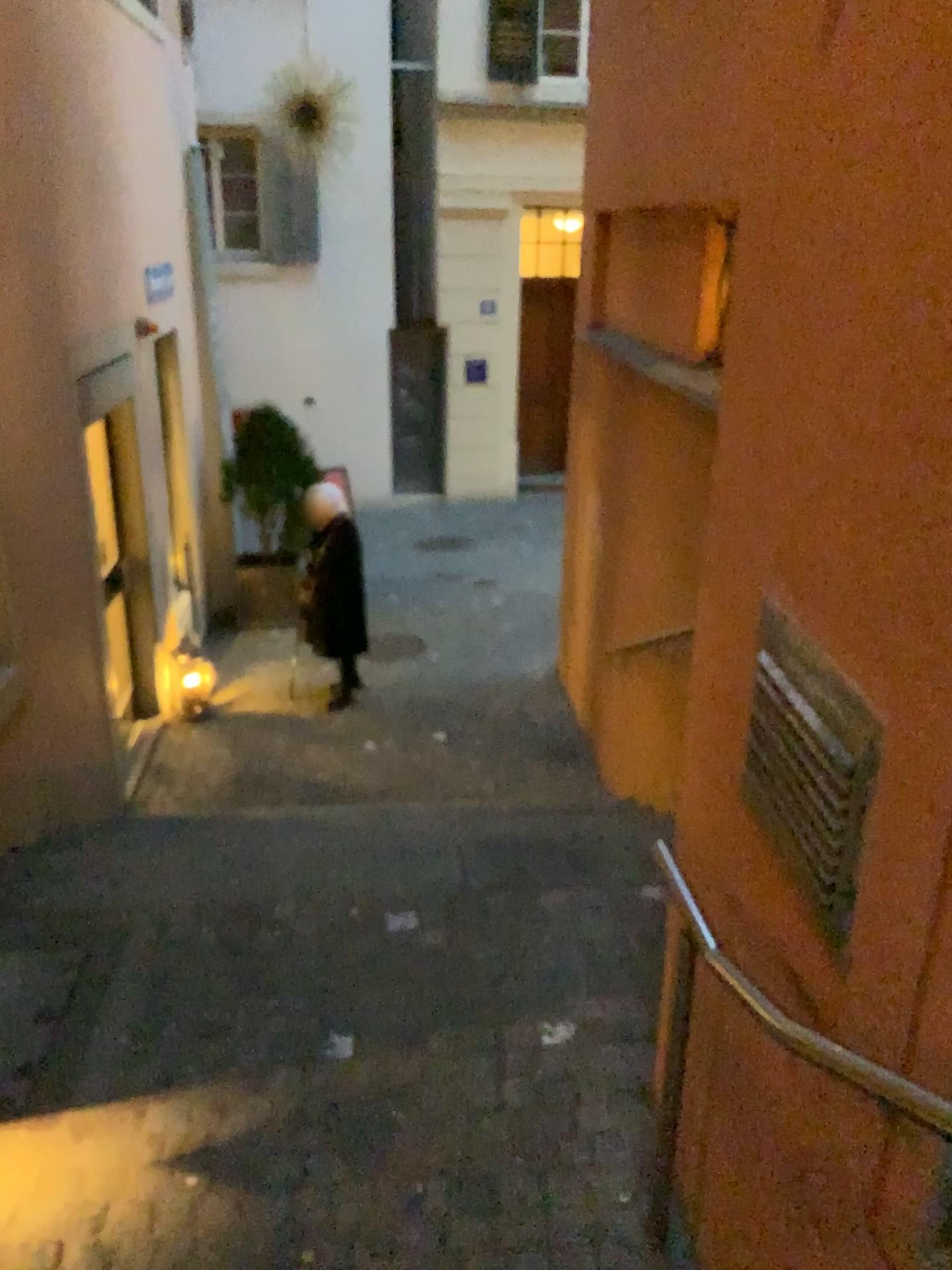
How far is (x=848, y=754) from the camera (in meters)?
1.41

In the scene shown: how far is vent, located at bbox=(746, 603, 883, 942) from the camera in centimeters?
141cm

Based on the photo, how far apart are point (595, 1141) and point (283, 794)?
2.19m
